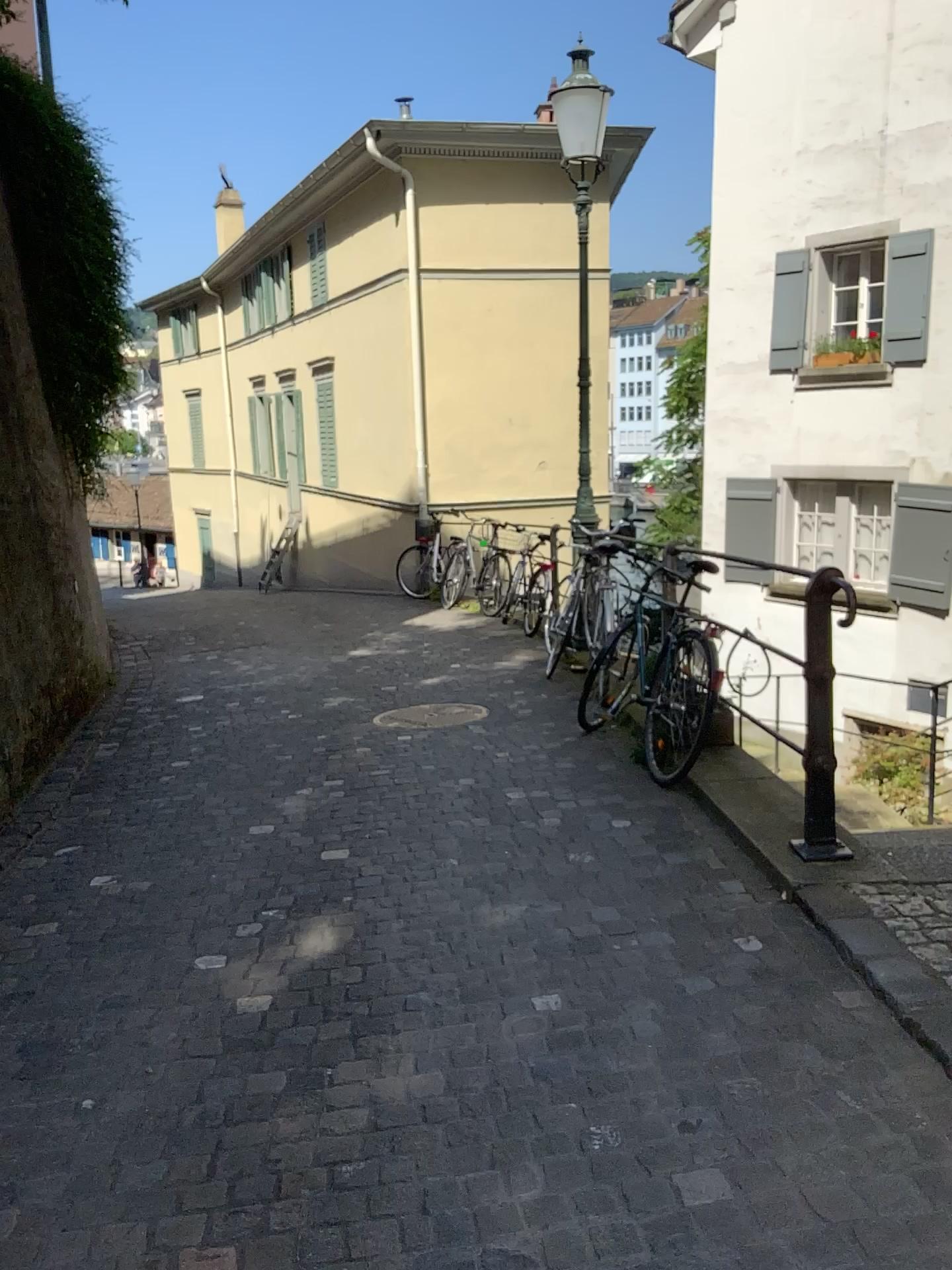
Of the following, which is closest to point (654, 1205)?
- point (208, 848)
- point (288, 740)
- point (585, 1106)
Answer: point (585, 1106)
